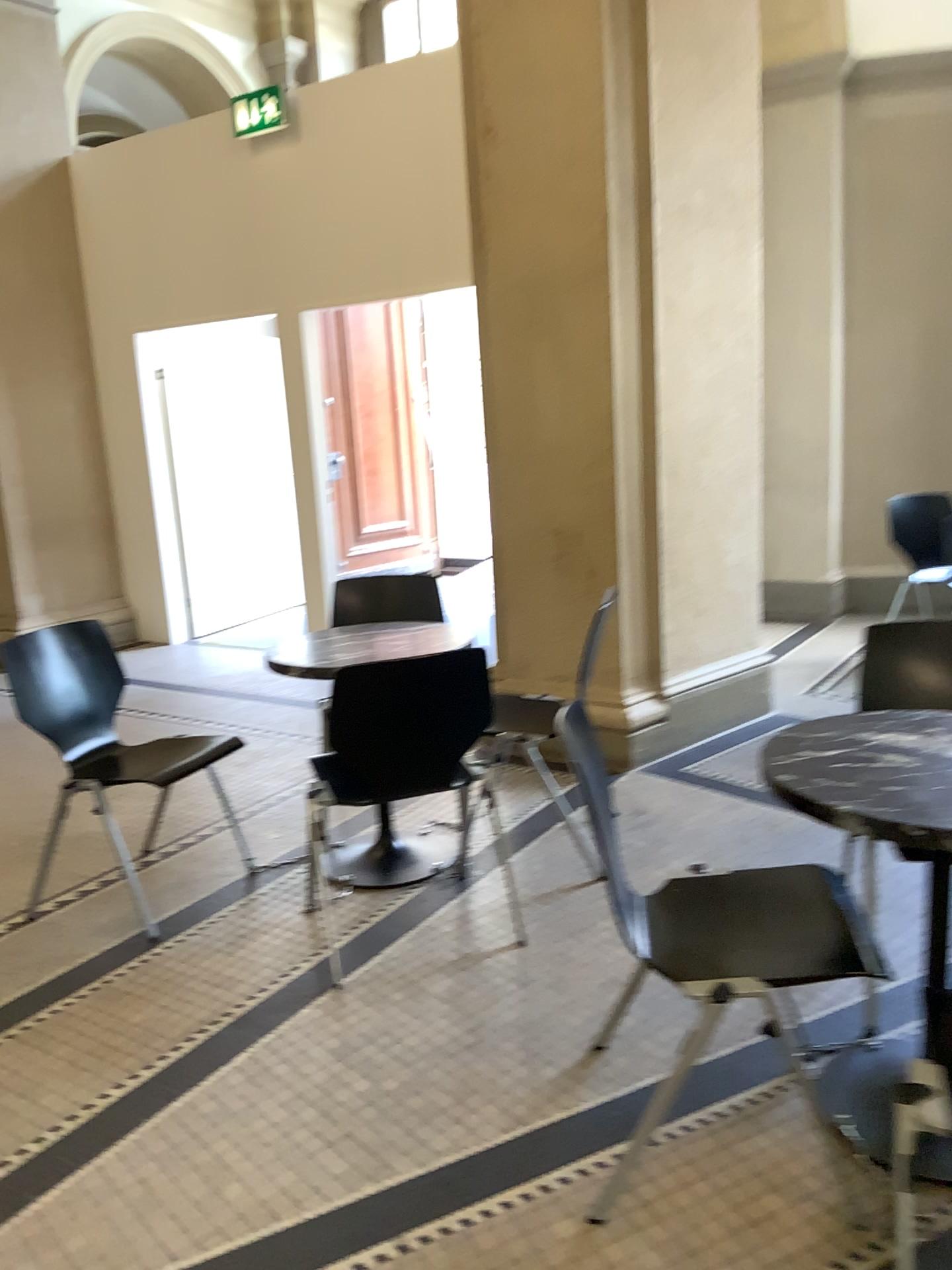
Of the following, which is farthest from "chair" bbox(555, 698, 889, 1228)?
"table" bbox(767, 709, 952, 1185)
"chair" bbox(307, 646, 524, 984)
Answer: "chair" bbox(307, 646, 524, 984)

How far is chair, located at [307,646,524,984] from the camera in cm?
256

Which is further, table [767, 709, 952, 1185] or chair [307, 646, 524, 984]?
chair [307, 646, 524, 984]

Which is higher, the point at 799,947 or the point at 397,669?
the point at 397,669

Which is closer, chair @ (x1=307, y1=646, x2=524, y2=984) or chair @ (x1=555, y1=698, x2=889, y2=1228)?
chair @ (x1=555, y1=698, x2=889, y2=1228)

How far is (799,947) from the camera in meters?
1.8

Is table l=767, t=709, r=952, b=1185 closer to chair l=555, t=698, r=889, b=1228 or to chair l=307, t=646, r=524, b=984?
chair l=555, t=698, r=889, b=1228

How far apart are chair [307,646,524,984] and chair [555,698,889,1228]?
0.8 meters

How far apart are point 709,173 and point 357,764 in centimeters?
282cm

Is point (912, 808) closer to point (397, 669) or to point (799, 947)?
point (799, 947)
